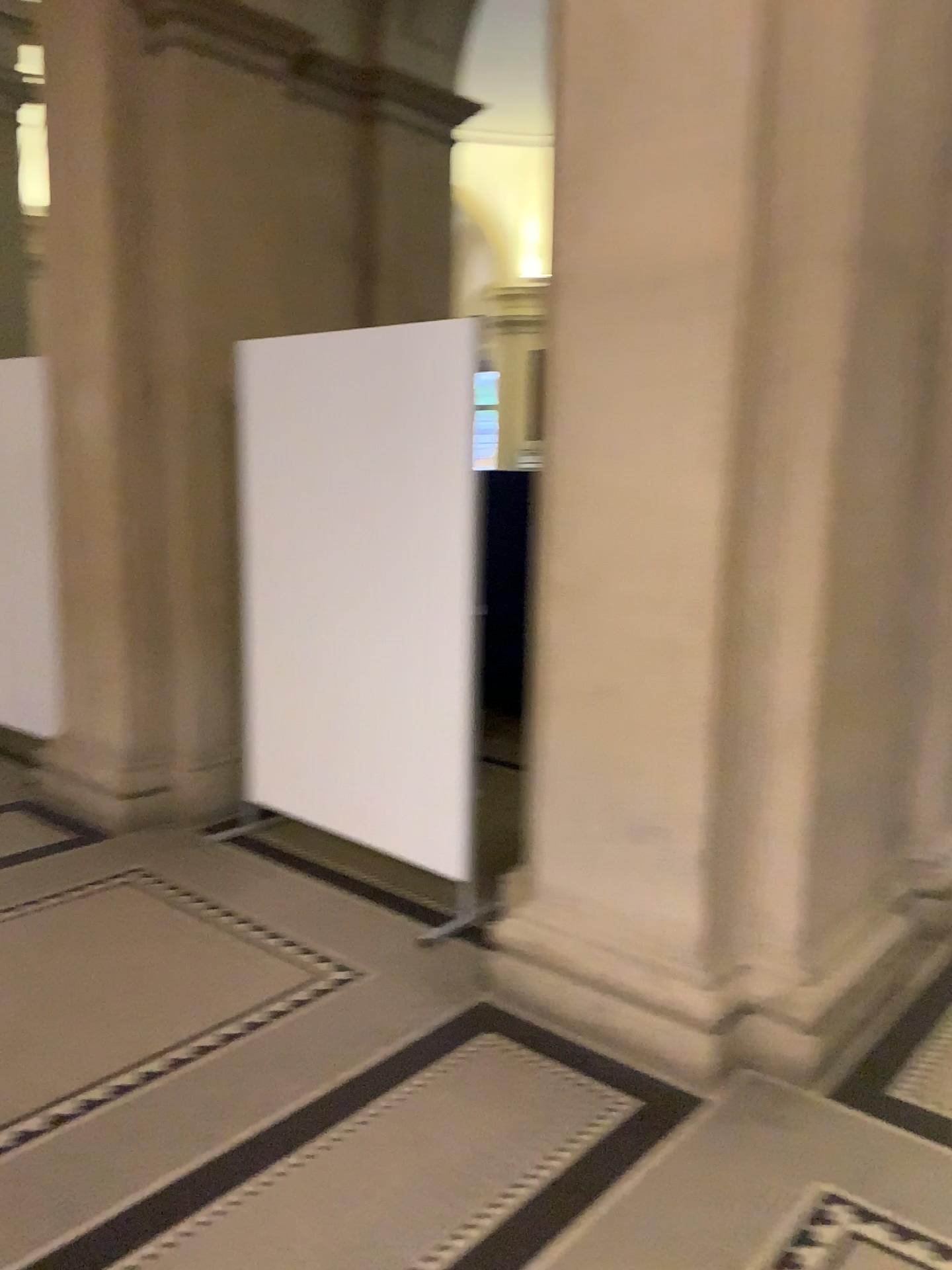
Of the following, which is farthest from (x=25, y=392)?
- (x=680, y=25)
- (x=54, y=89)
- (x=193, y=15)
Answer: (x=680, y=25)

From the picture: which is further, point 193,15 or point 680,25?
point 193,15

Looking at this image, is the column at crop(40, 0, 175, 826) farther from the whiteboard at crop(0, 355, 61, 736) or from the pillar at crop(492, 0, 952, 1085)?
the pillar at crop(492, 0, 952, 1085)

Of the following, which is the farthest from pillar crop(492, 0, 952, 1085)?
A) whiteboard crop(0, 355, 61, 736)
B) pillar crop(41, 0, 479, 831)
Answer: whiteboard crop(0, 355, 61, 736)

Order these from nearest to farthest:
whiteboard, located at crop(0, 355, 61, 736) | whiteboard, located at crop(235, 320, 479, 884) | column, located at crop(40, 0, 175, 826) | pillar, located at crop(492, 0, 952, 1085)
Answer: pillar, located at crop(492, 0, 952, 1085)
whiteboard, located at crop(235, 320, 479, 884)
column, located at crop(40, 0, 175, 826)
whiteboard, located at crop(0, 355, 61, 736)

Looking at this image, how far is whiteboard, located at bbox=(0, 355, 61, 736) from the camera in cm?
439

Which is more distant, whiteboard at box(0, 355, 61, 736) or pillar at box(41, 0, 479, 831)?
whiteboard at box(0, 355, 61, 736)

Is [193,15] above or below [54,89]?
above

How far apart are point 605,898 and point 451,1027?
0.5m

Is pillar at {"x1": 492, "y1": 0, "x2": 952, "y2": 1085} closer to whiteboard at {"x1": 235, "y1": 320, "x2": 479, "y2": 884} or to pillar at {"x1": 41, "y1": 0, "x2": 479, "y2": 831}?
whiteboard at {"x1": 235, "y1": 320, "x2": 479, "y2": 884}
